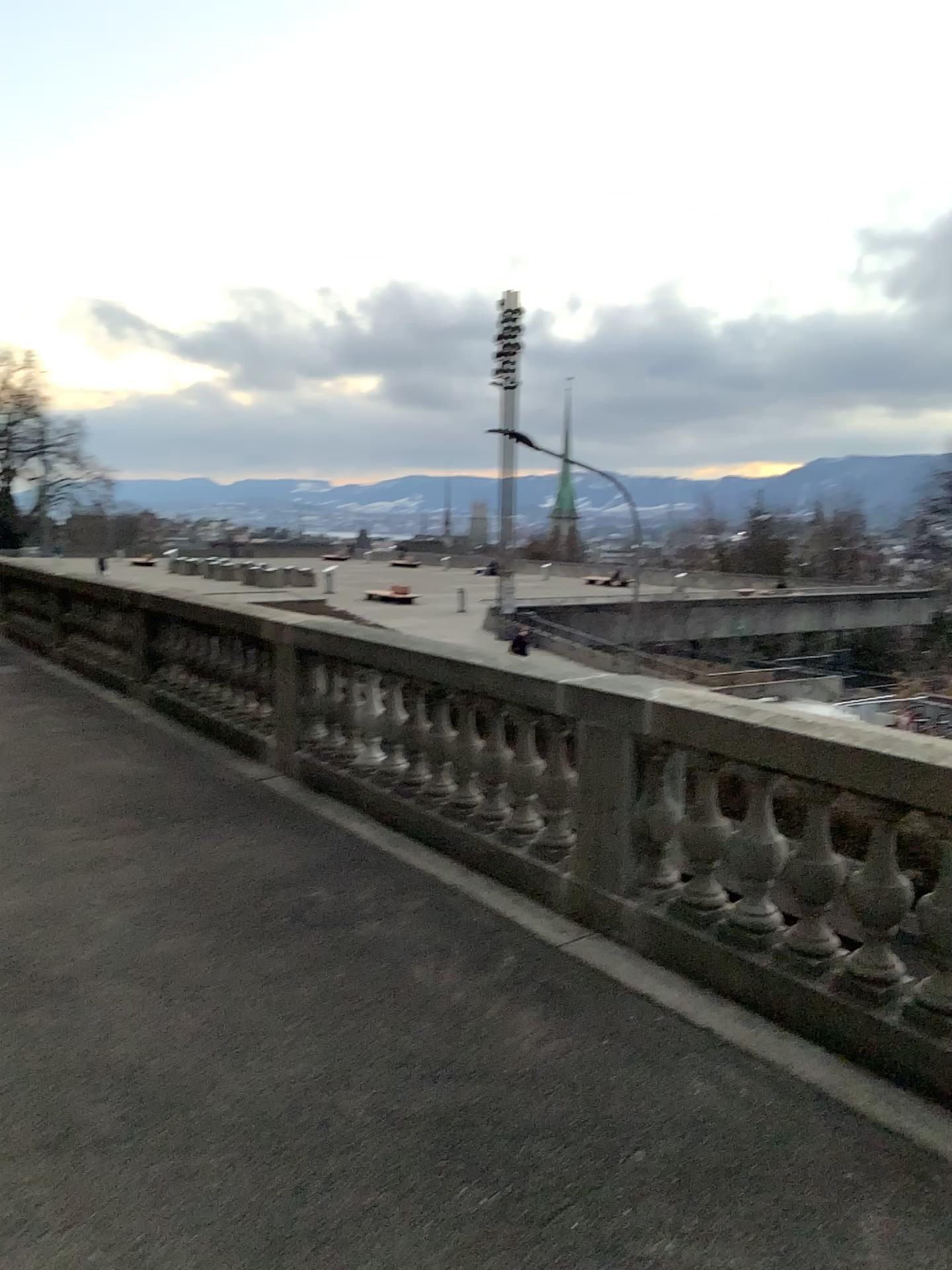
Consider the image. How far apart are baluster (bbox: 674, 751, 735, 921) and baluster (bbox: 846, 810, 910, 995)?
0.5 meters

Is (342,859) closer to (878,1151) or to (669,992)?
(669,992)

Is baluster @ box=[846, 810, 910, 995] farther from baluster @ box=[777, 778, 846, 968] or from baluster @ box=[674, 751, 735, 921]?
baluster @ box=[674, 751, 735, 921]

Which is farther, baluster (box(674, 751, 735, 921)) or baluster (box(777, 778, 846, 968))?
baluster (box(674, 751, 735, 921))

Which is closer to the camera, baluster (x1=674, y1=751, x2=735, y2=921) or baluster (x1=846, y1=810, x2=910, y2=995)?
baluster (x1=846, y1=810, x2=910, y2=995)

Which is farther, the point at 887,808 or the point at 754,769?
the point at 754,769

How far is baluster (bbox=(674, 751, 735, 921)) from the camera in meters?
4.0 m

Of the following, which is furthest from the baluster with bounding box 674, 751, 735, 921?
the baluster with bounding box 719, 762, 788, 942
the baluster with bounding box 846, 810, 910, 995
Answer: the baluster with bounding box 846, 810, 910, 995

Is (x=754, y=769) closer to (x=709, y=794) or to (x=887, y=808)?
(x=709, y=794)

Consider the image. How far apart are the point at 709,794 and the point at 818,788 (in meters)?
0.51
